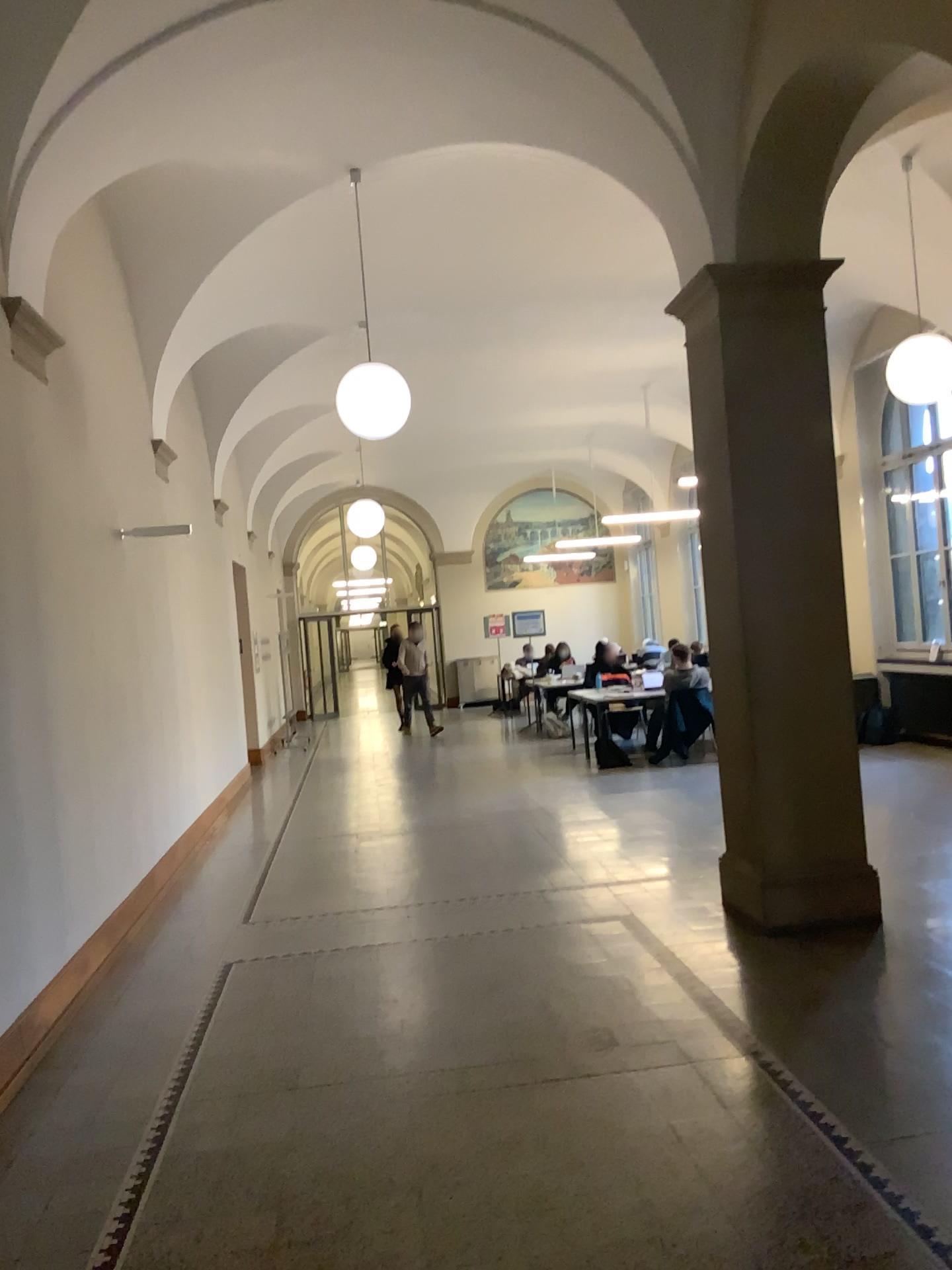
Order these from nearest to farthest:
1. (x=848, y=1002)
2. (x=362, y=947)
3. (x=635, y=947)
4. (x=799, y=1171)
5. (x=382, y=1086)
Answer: (x=799, y=1171) < (x=382, y=1086) < (x=848, y=1002) < (x=635, y=947) < (x=362, y=947)
